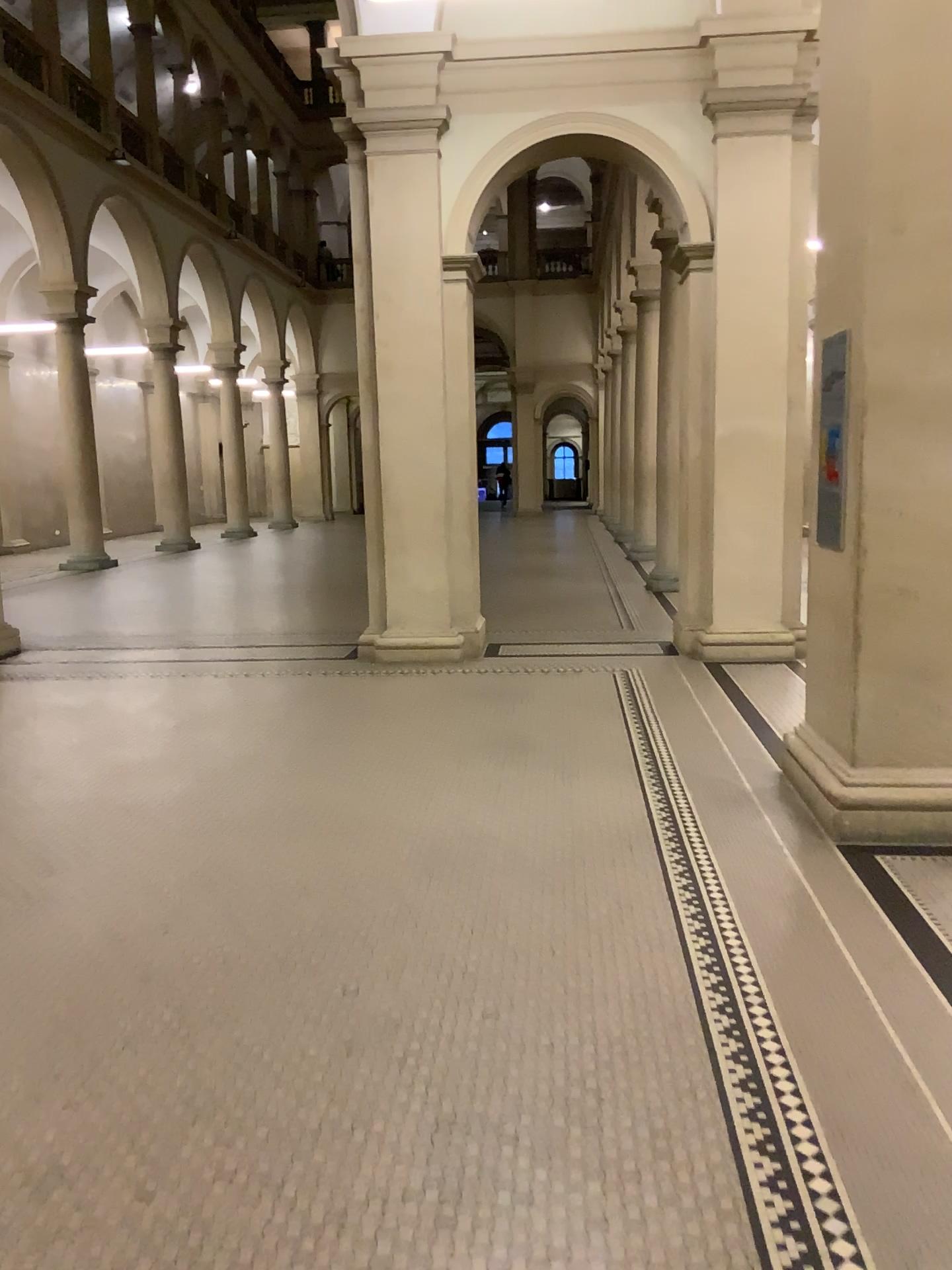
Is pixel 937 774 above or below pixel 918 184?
below

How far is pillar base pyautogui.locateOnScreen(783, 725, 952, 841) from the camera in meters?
4.2

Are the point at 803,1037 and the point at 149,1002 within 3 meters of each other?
yes

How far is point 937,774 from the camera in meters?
4.2
